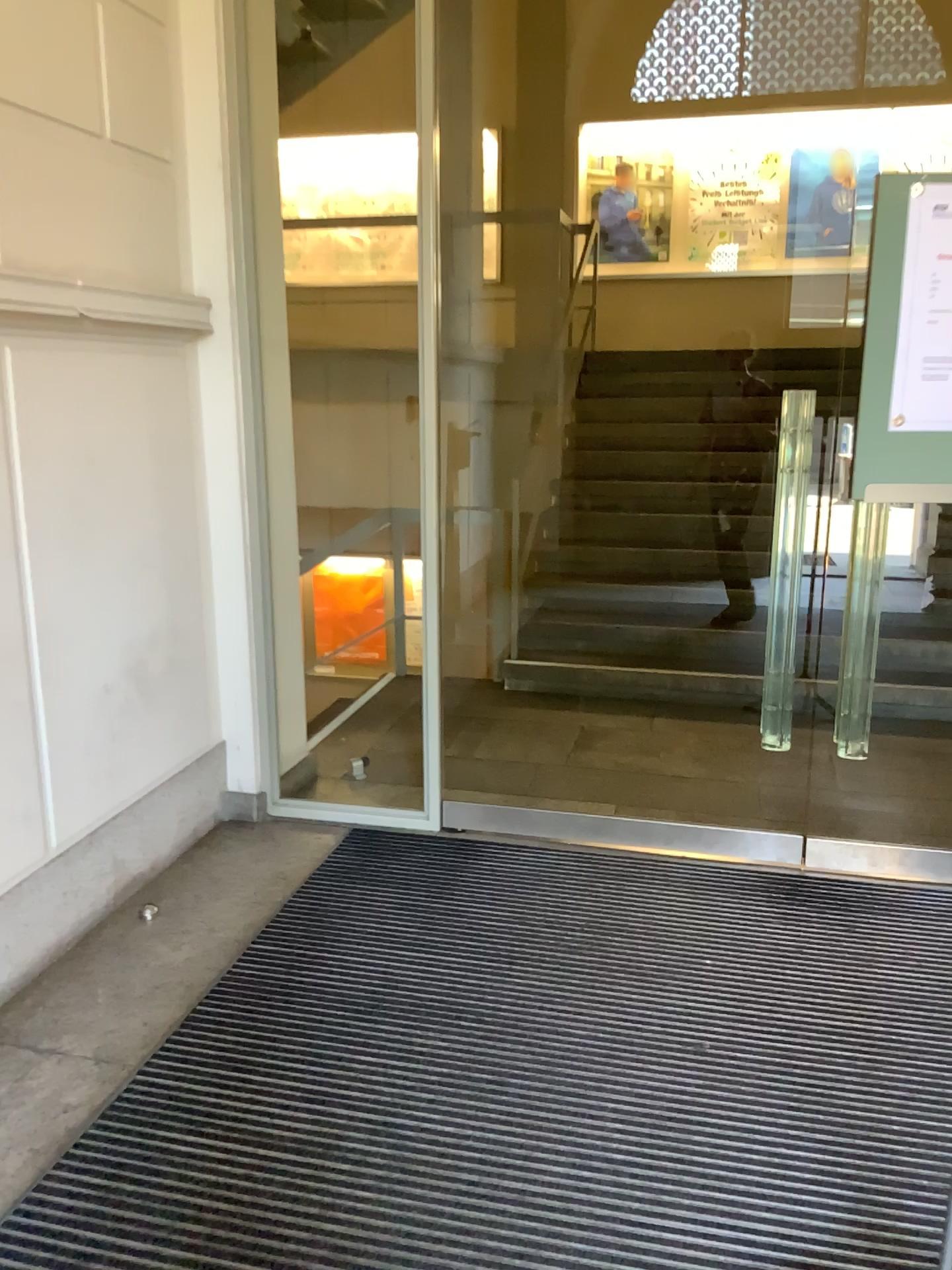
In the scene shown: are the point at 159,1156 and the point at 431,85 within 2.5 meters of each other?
no
